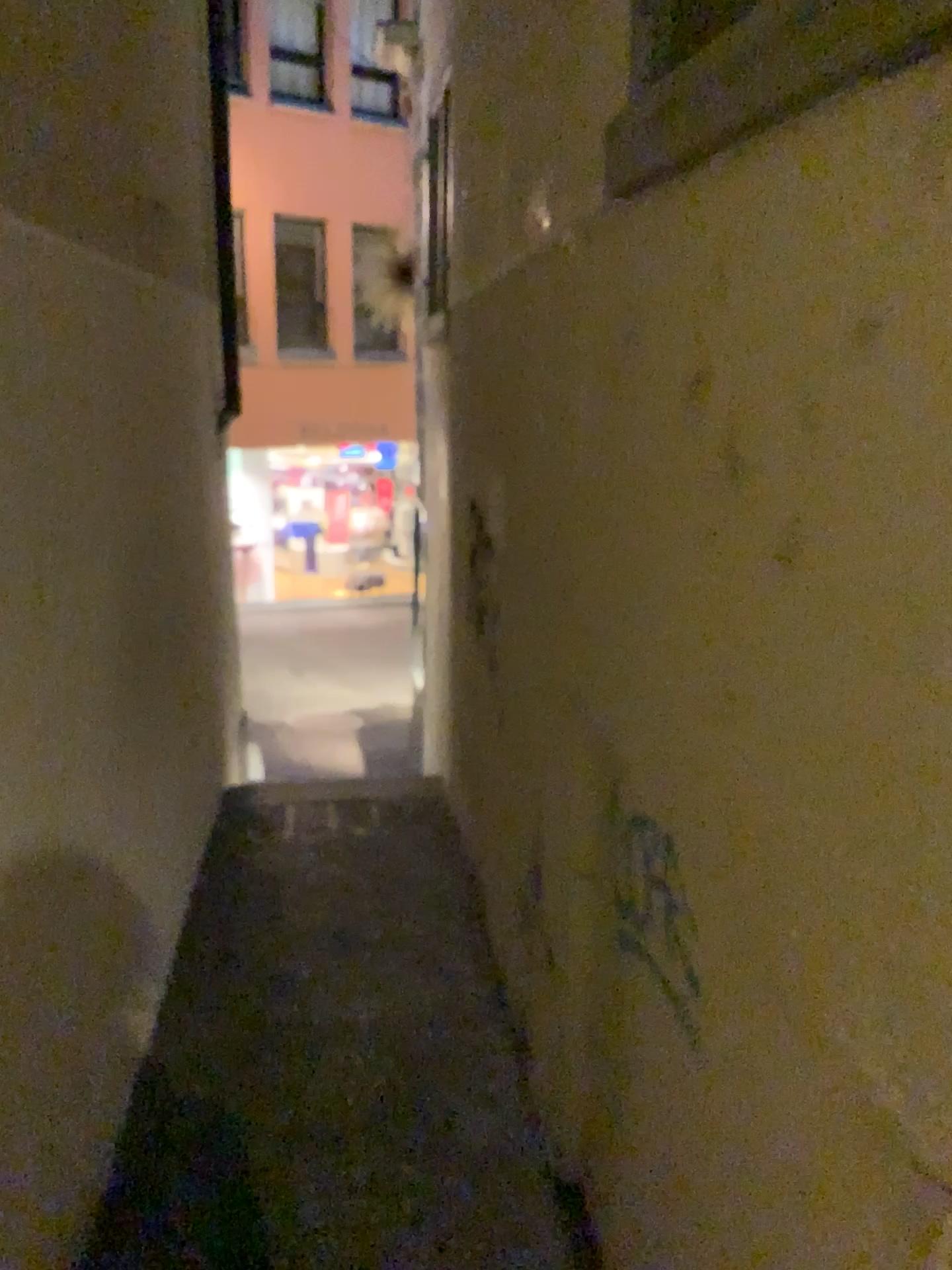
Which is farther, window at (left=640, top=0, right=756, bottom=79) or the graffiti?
the graffiti

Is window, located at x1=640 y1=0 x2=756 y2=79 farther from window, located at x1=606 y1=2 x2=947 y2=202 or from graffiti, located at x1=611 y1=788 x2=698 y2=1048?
graffiti, located at x1=611 y1=788 x2=698 y2=1048

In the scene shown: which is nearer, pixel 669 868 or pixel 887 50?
pixel 887 50

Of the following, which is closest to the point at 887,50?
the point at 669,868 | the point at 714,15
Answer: the point at 714,15

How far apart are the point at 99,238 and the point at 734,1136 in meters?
3.0 m

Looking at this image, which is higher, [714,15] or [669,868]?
[714,15]

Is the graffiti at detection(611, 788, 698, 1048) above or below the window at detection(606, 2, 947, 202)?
below

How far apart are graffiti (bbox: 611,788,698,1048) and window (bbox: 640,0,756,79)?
1.4m

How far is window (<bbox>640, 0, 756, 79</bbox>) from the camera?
1.5m

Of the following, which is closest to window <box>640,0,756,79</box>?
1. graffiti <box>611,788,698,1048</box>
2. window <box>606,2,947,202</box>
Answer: window <box>606,2,947,202</box>
